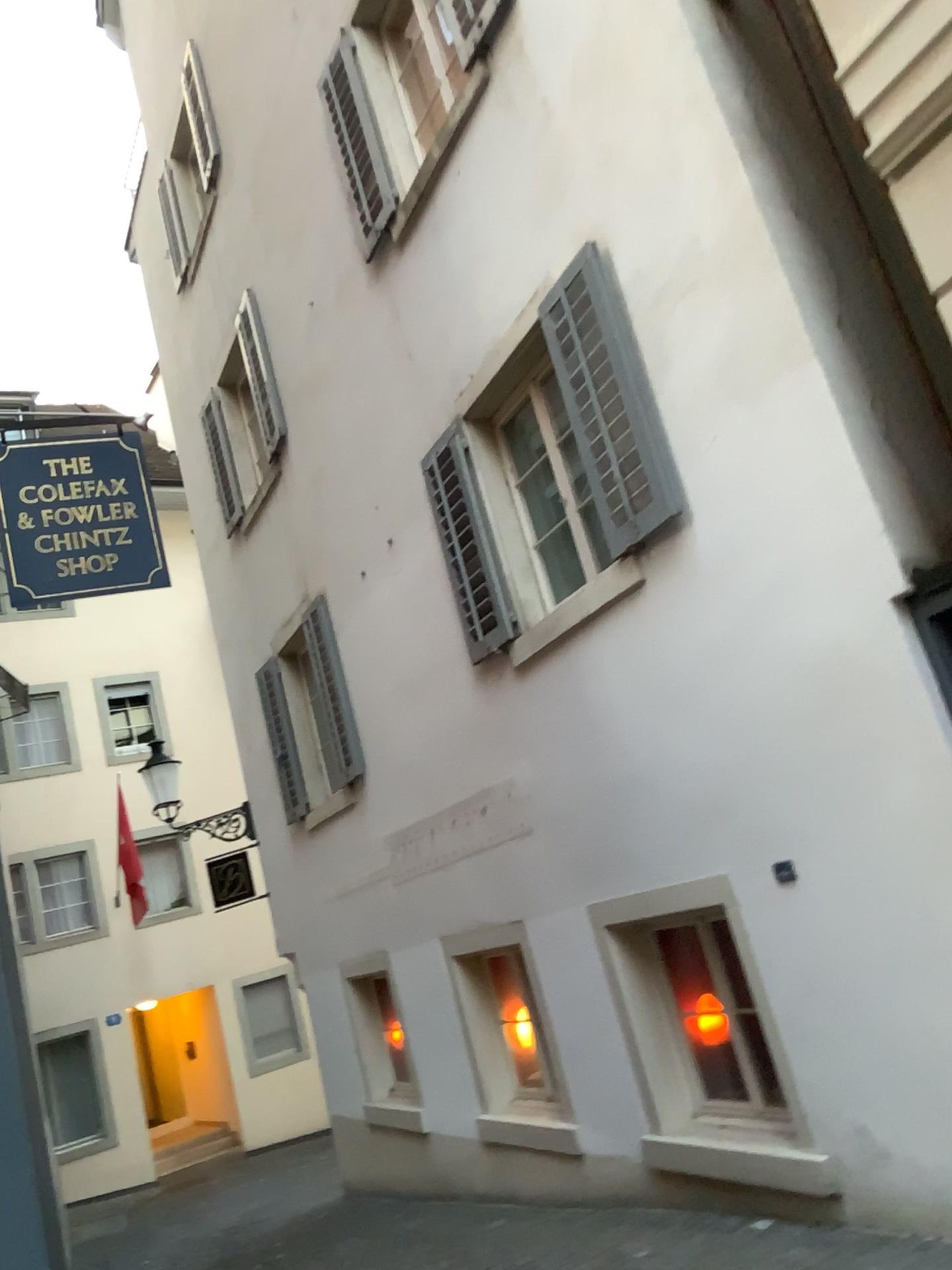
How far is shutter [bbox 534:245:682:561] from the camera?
4.71m

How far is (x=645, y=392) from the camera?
4.7 meters

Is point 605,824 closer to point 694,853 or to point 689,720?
point 694,853
